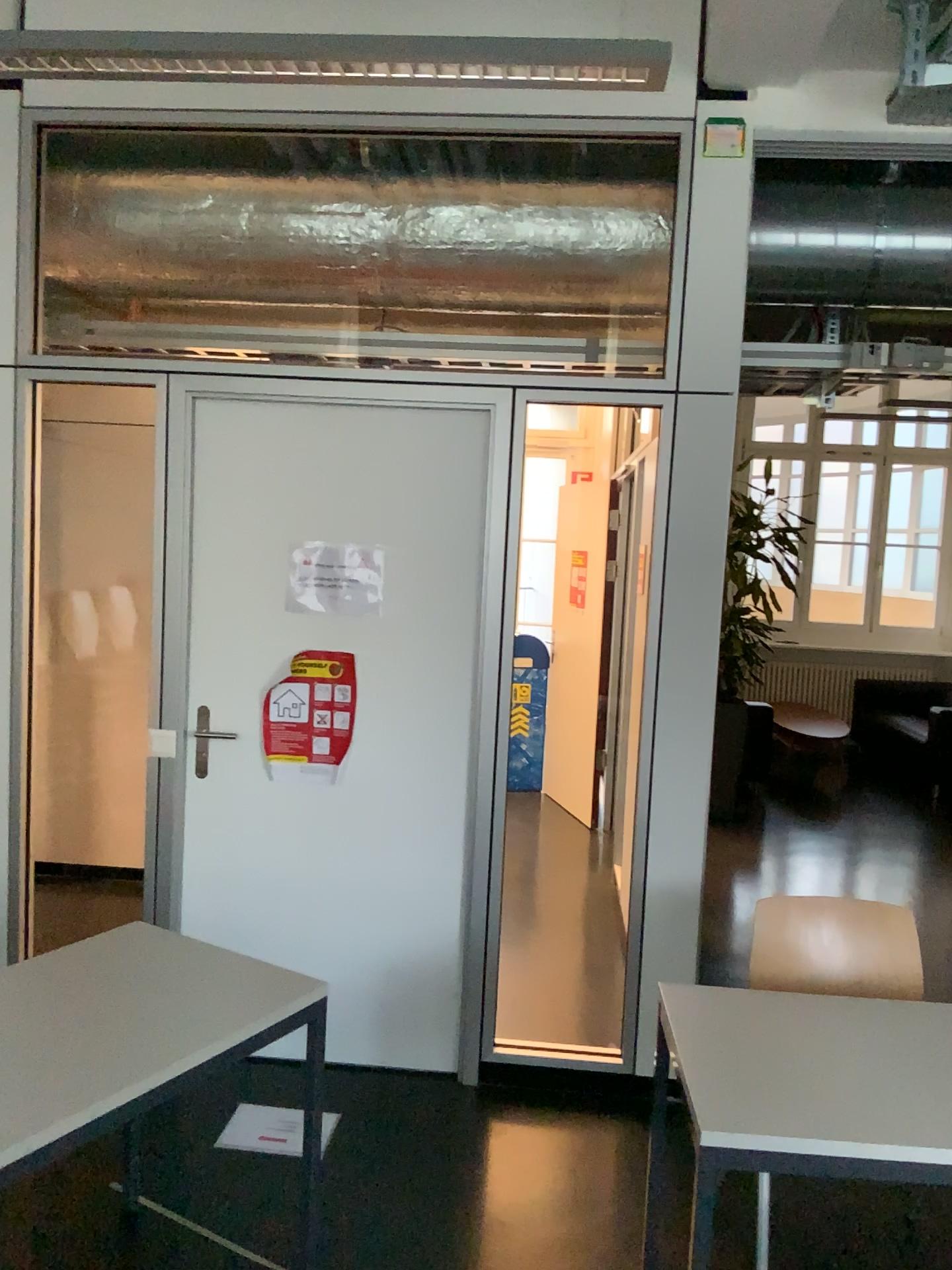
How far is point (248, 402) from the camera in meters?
3.2

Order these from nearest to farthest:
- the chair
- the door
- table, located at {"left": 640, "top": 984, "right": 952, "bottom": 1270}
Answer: table, located at {"left": 640, "top": 984, "right": 952, "bottom": 1270}, the chair, the door

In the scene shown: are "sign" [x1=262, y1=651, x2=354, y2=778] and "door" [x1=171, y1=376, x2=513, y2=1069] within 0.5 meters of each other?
yes

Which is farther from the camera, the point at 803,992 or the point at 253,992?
the point at 803,992

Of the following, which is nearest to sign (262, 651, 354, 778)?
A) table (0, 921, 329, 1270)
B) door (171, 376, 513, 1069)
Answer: door (171, 376, 513, 1069)

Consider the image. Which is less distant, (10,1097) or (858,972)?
(10,1097)

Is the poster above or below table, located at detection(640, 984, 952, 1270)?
above

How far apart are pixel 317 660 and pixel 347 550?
0.4m

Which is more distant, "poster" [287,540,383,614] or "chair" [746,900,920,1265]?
"poster" [287,540,383,614]

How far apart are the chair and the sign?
1.3m
